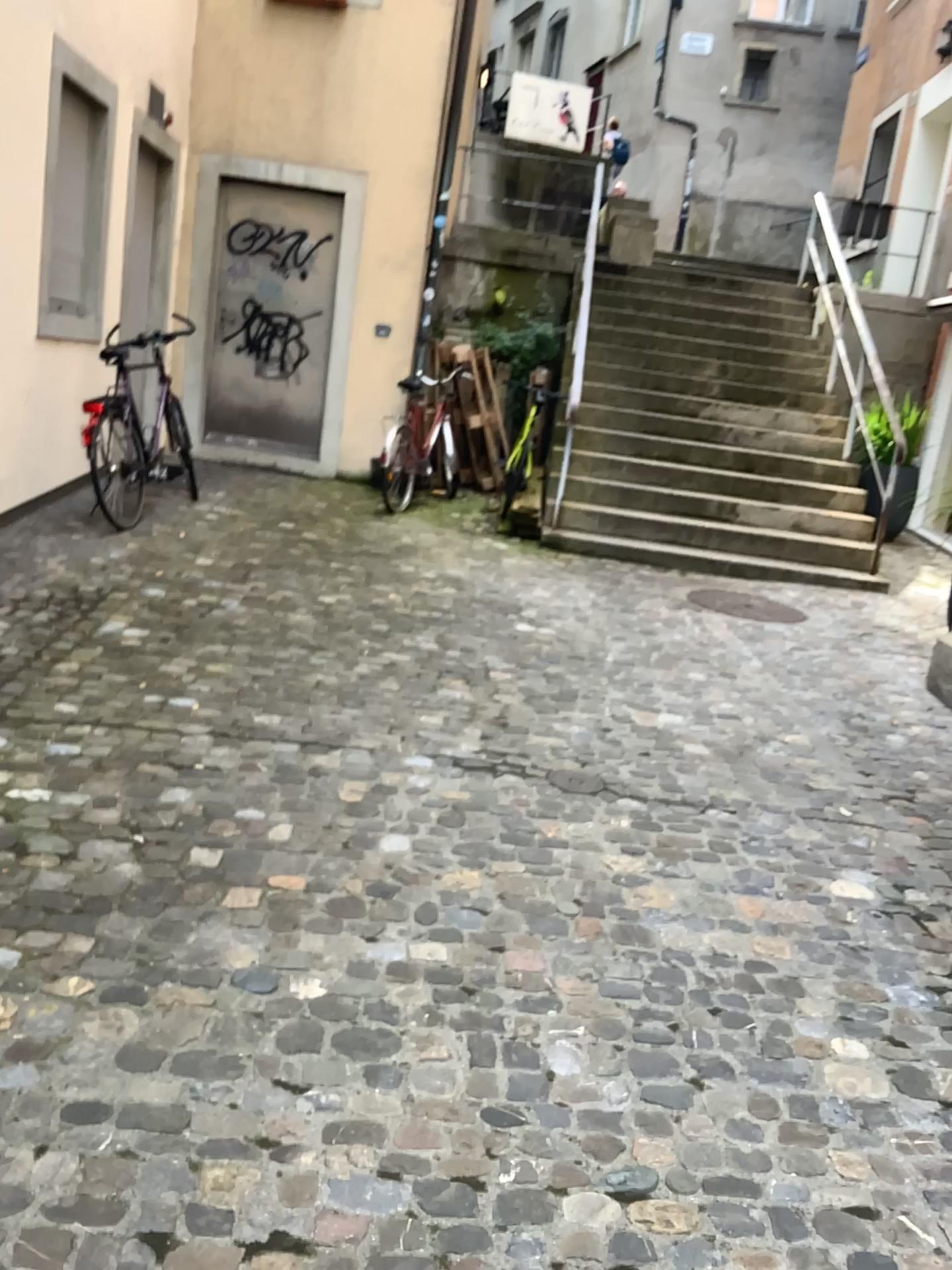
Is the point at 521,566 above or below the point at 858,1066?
above
